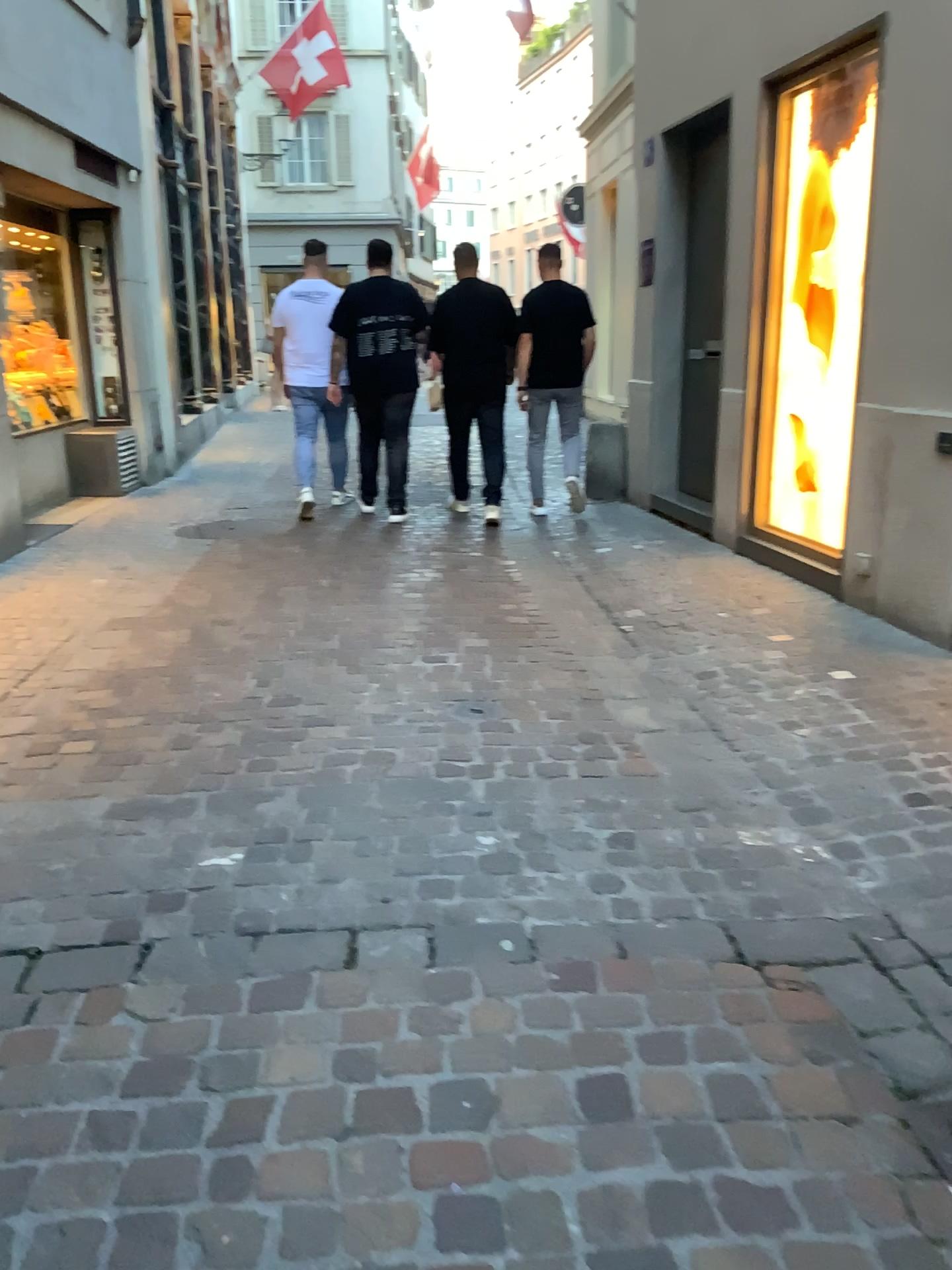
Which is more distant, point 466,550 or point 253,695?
point 466,550
